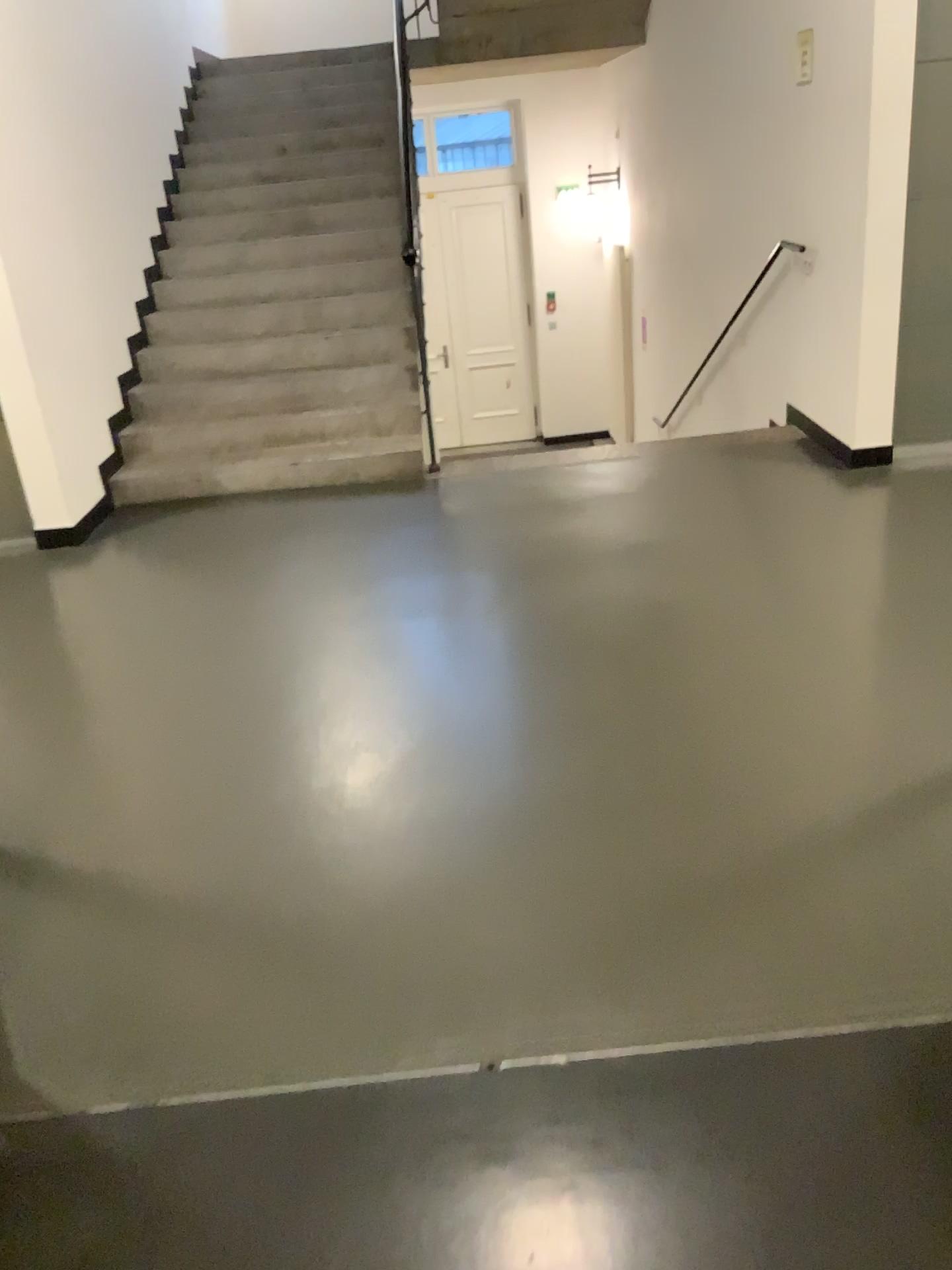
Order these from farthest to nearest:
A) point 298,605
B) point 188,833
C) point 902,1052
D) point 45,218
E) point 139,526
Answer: point 139,526, point 45,218, point 298,605, point 188,833, point 902,1052
